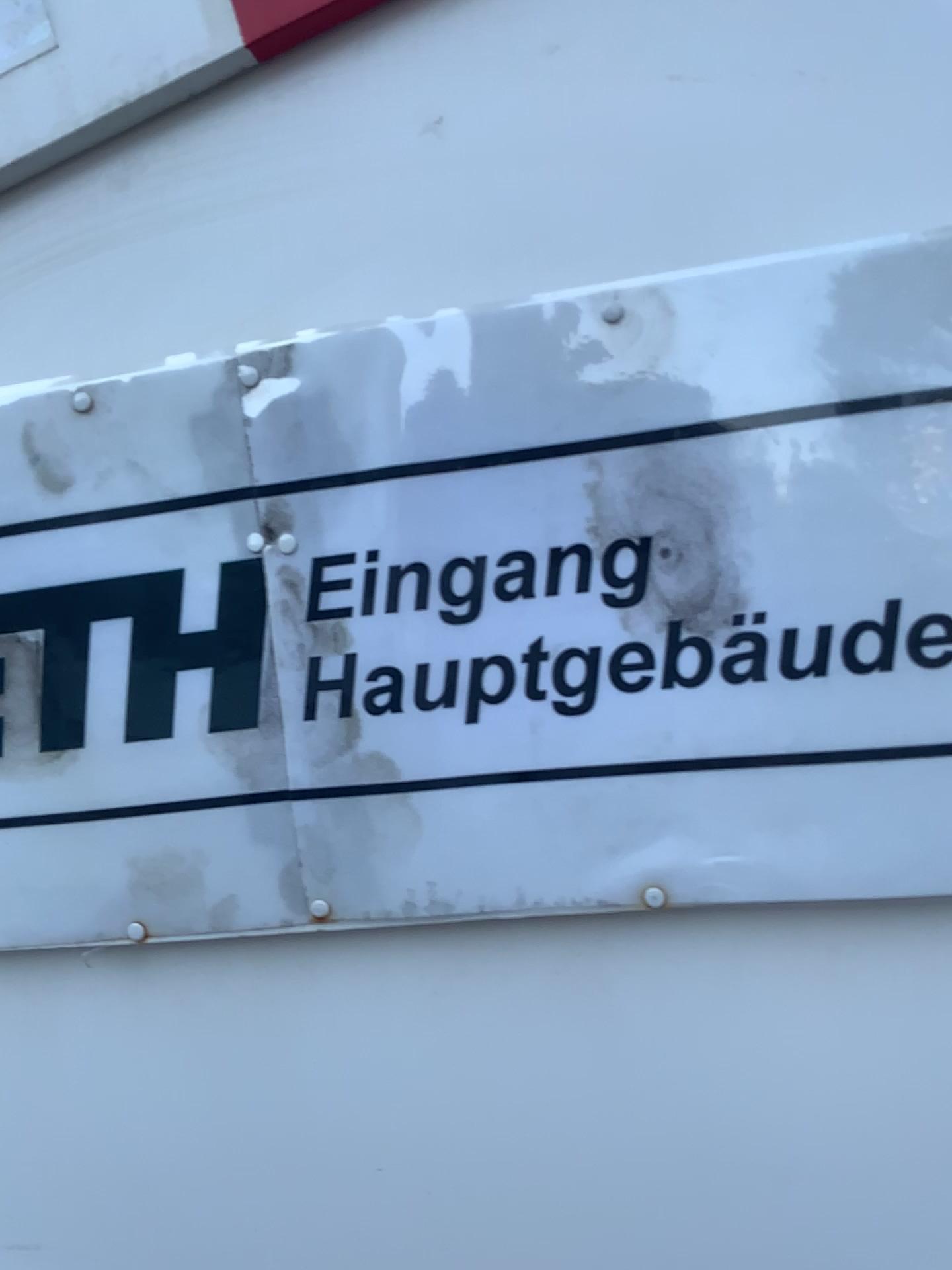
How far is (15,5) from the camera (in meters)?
0.58

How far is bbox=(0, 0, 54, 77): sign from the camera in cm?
58

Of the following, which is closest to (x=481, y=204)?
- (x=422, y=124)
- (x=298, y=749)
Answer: (x=422, y=124)

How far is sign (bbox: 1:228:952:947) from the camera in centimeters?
50cm

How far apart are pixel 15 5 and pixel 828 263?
0.46m

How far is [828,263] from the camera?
0.5m
